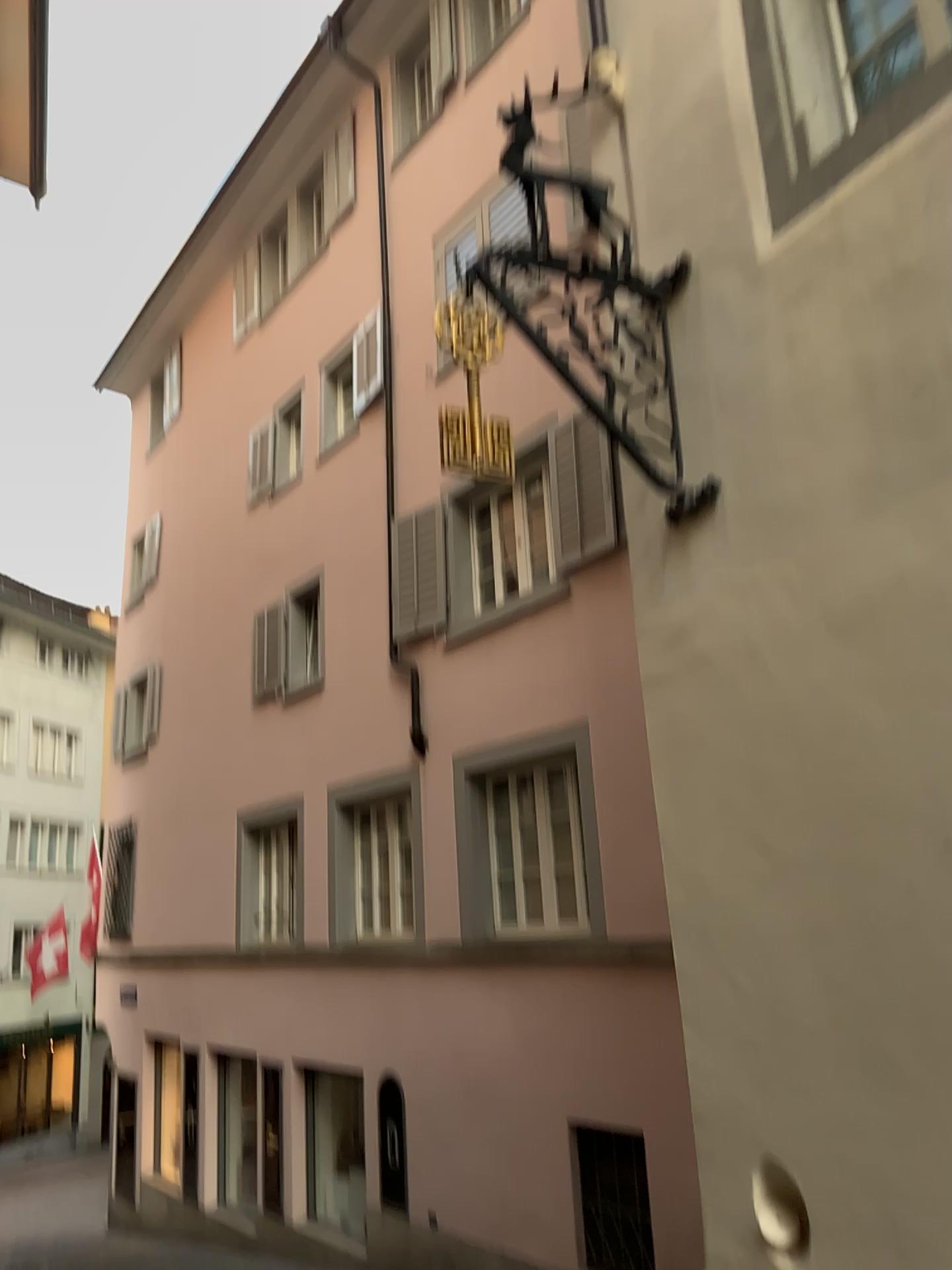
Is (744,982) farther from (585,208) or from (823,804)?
(585,208)
